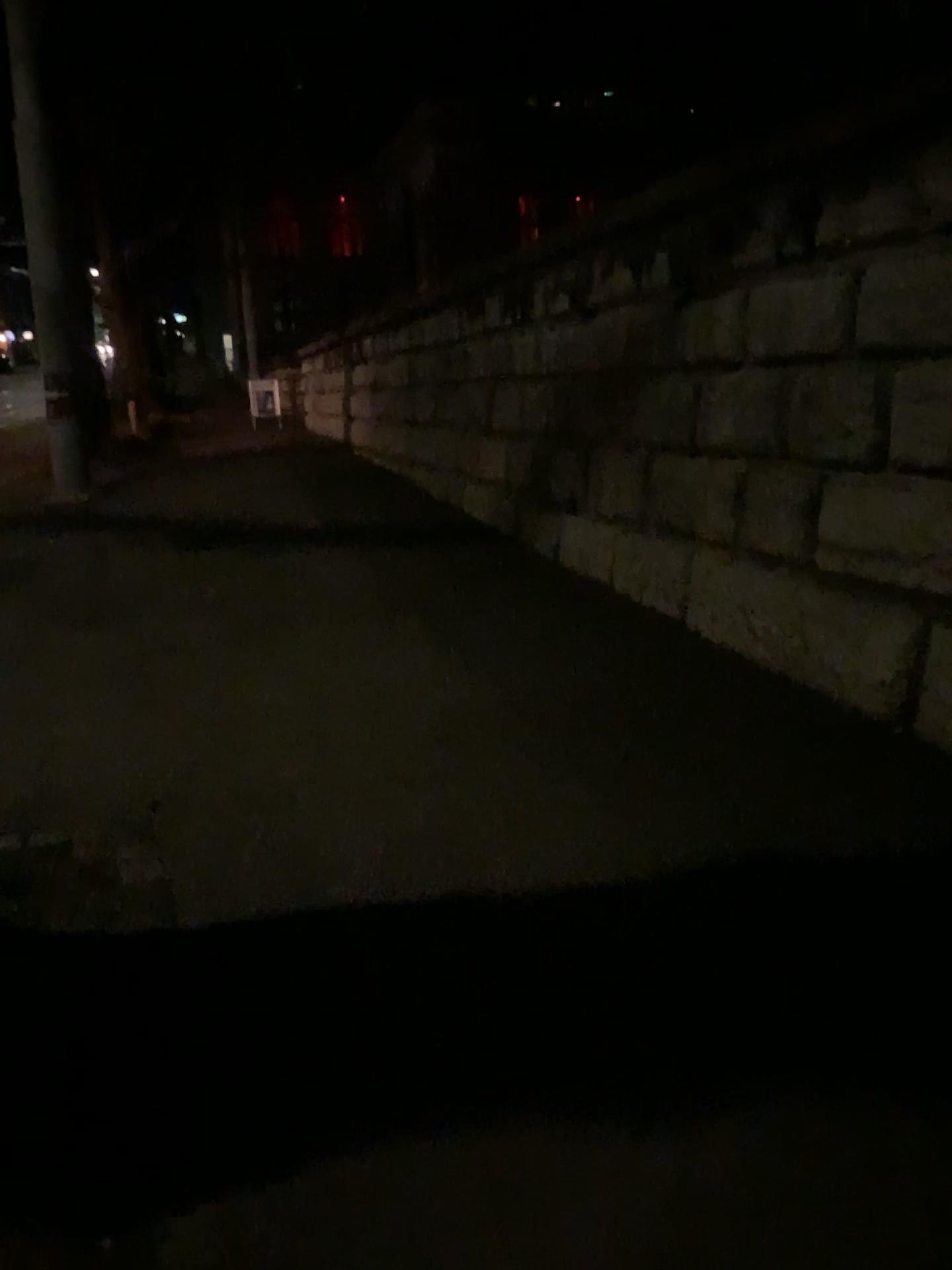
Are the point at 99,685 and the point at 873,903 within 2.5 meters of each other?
no
